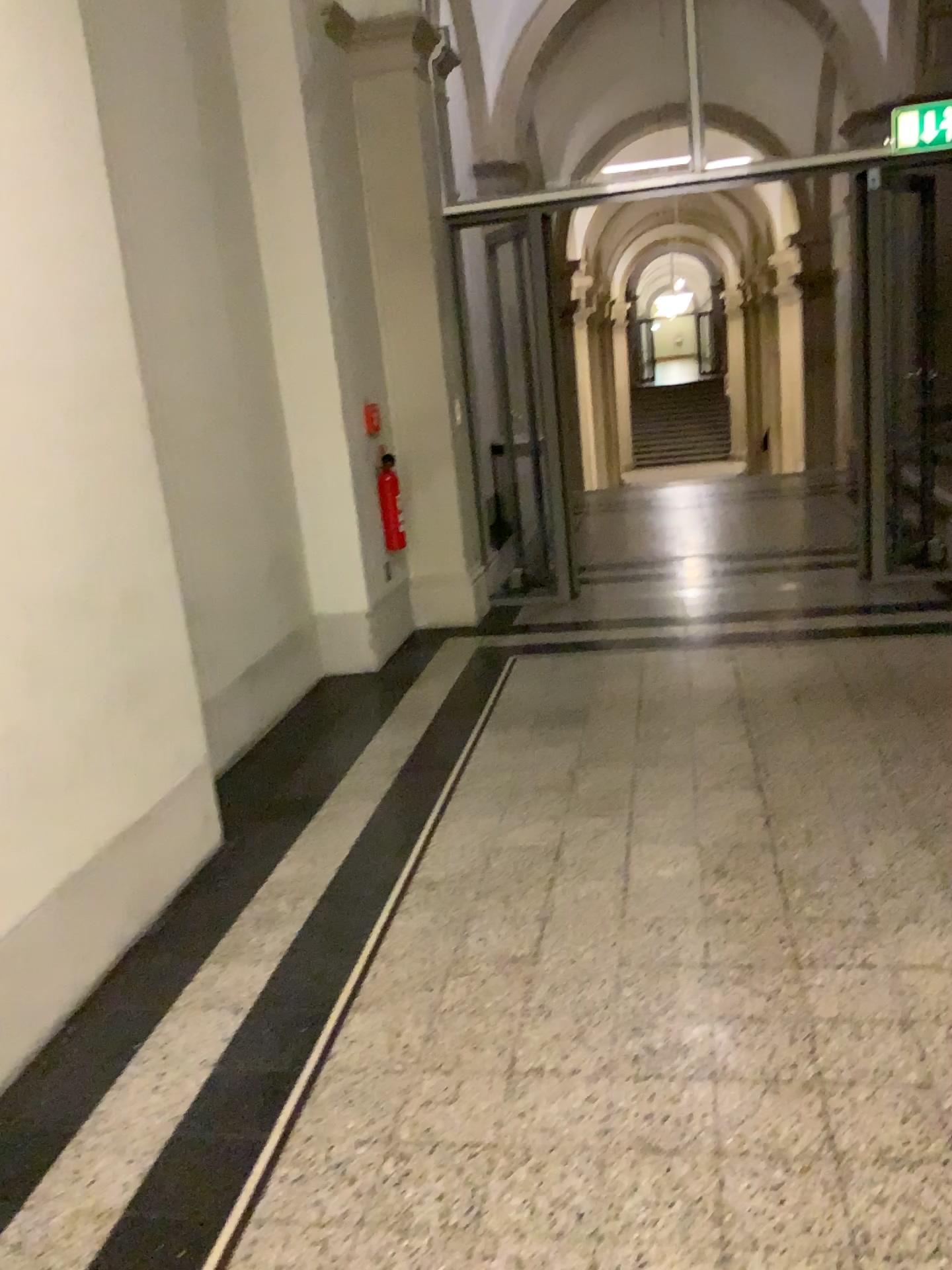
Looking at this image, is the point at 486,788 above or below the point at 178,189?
below
